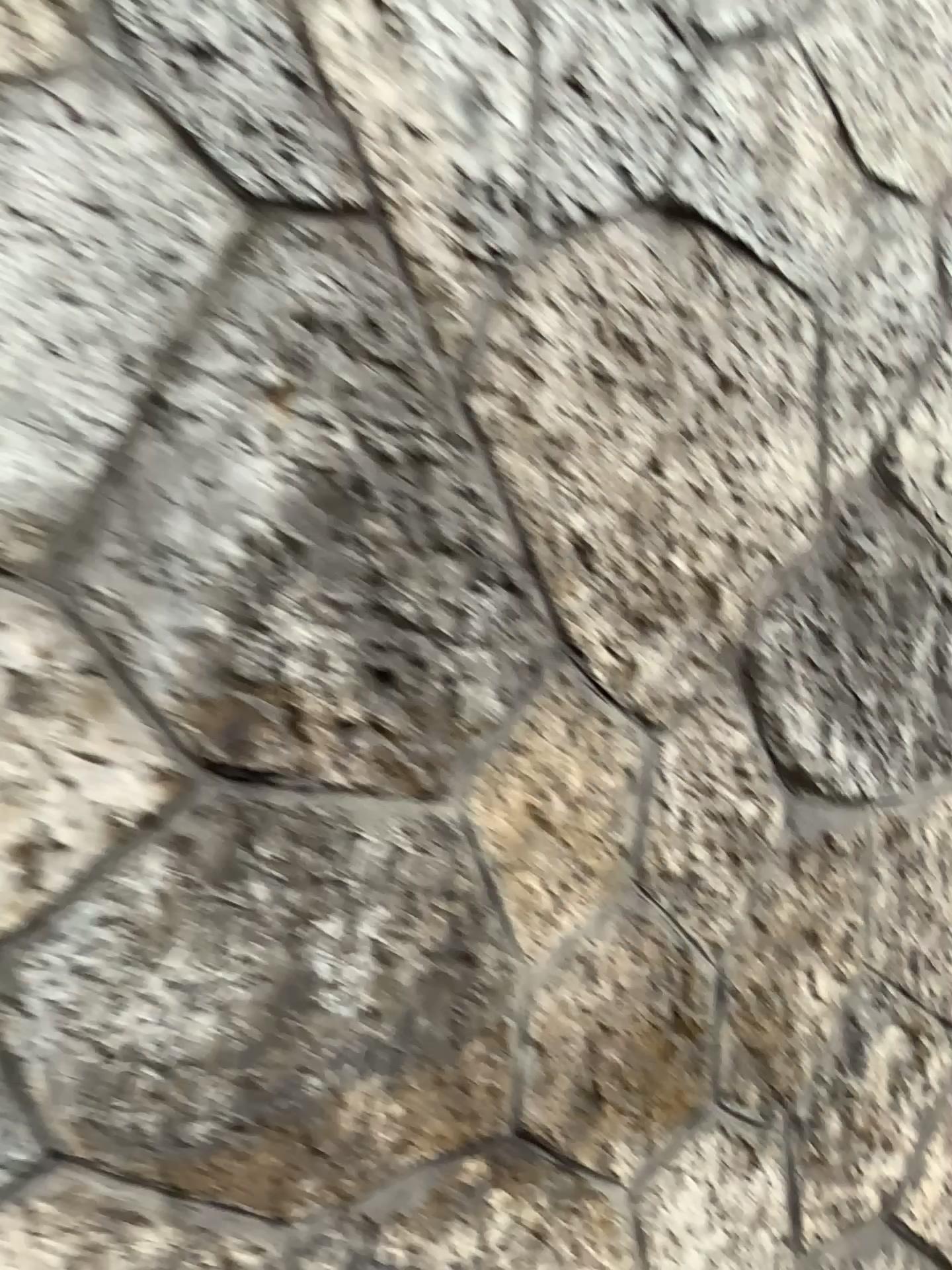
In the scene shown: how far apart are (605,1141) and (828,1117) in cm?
37
